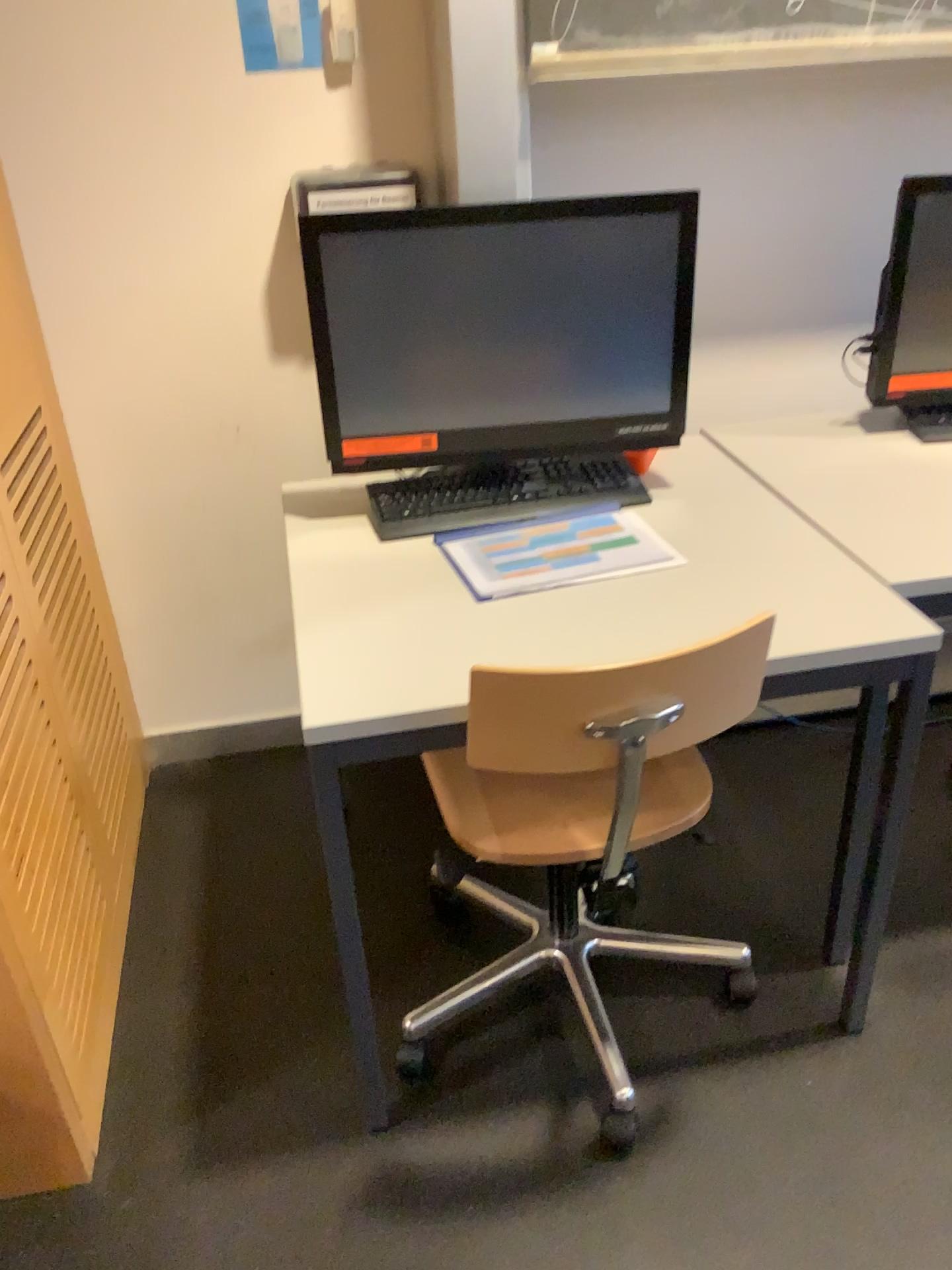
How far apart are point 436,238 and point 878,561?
0.8 meters

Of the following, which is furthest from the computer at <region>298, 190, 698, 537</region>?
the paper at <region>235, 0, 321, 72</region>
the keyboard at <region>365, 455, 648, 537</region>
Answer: the paper at <region>235, 0, 321, 72</region>

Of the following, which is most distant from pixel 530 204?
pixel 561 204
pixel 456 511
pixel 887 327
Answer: pixel 887 327

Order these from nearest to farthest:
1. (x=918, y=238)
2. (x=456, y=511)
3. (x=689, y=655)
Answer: (x=689, y=655)
(x=456, y=511)
(x=918, y=238)

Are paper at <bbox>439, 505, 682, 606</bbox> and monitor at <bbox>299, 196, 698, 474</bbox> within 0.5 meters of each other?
yes

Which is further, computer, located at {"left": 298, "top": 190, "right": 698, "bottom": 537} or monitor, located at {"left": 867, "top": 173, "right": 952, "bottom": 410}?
monitor, located at {"left": 867, "top": 173, "right": 952, "bottom": 410}

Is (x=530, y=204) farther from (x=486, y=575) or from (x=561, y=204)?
(x=486, y=575)

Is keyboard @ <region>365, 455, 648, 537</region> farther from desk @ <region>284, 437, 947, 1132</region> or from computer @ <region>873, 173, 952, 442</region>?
computer @ <region>873, 173, 952, 442</region>

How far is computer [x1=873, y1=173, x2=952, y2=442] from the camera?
1.9m

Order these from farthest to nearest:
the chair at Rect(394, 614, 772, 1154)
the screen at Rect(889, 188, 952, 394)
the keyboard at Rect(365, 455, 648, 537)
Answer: the screen at Rect(889, 188, 952, 394)
the keyboard at Rect(365, 455, 648, 537)
the chair at Rect(394, 614, 772, 1154)
